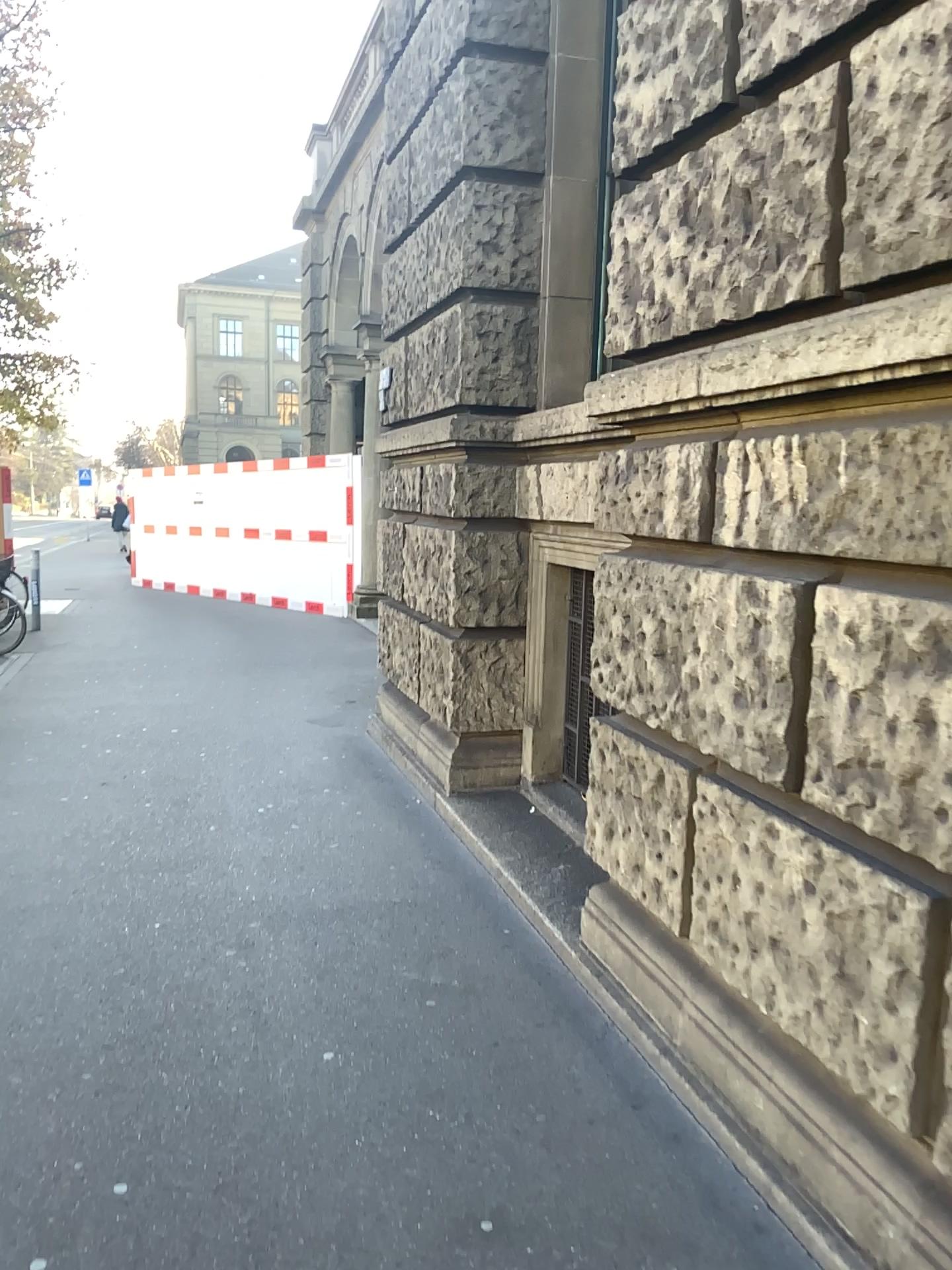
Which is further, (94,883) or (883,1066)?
(94,883)
